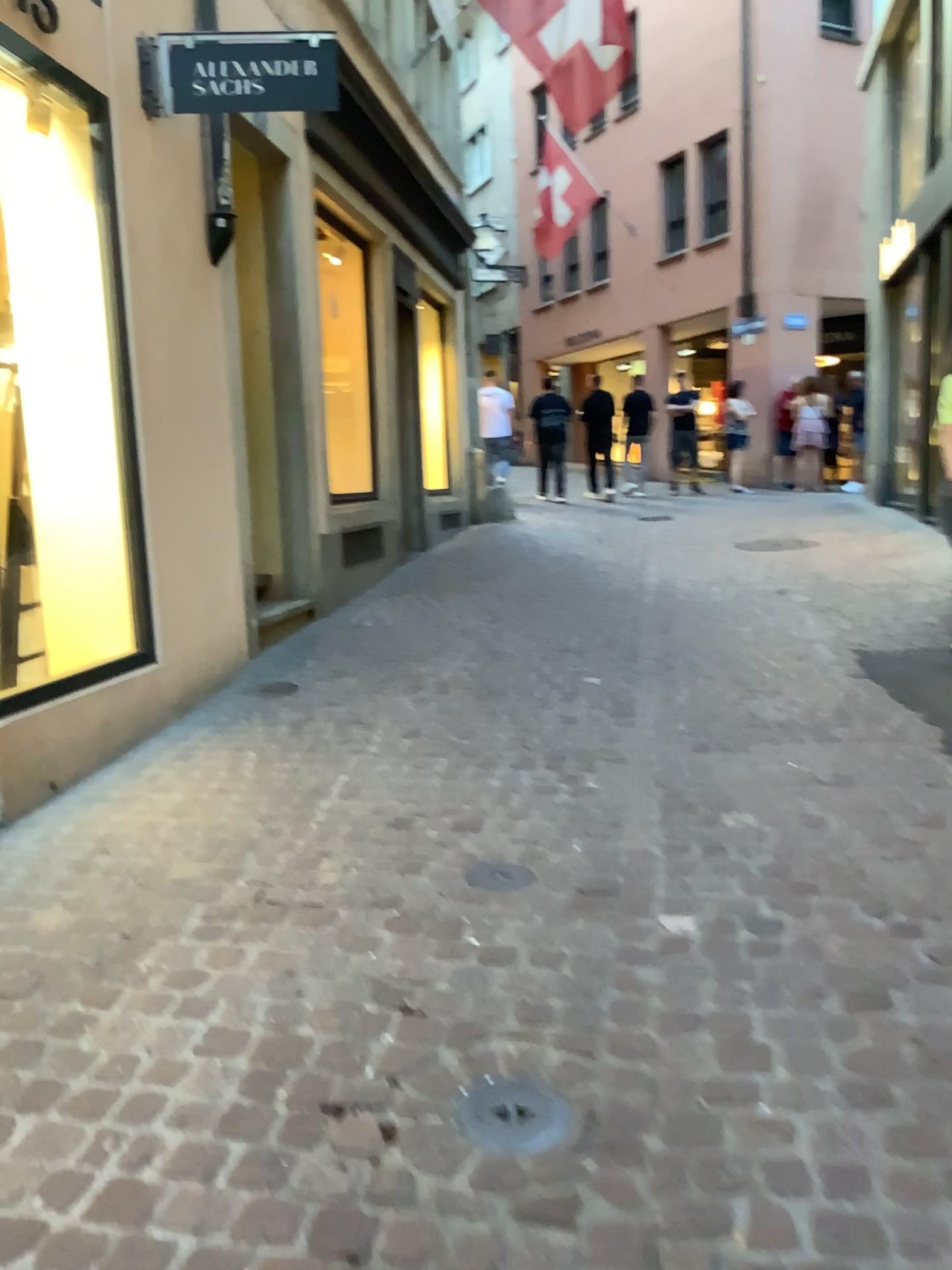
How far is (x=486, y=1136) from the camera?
1.8m

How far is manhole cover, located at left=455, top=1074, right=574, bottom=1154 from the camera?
1.82m

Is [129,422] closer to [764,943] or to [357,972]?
[357,972]

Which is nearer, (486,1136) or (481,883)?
(486,1136)

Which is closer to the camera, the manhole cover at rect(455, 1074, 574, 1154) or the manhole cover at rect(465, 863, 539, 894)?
the manhole cover at rect(455, 1074, 574, 1154)
